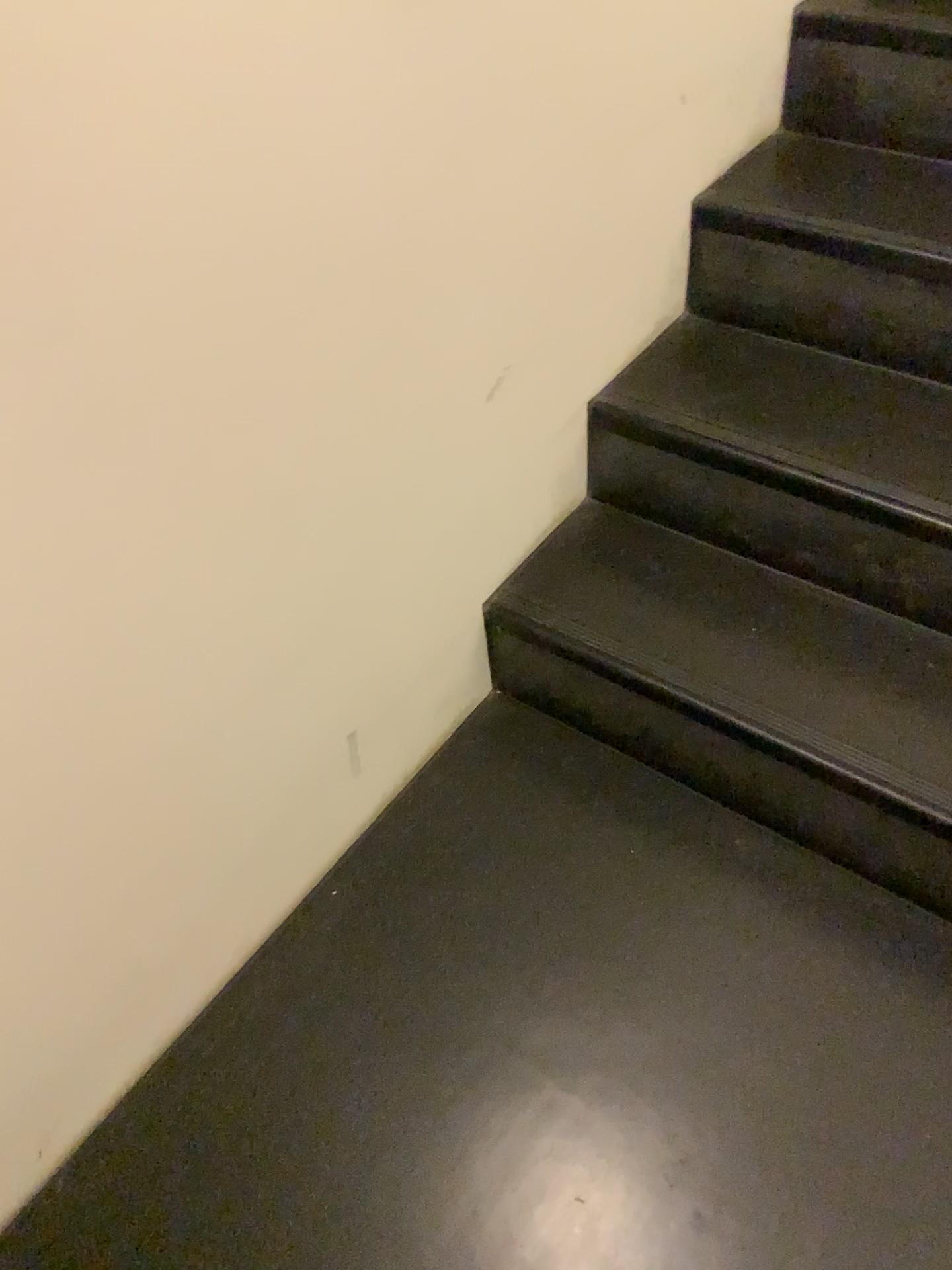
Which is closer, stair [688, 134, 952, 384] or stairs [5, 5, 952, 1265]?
stairs [5, 5, 952, 1265]

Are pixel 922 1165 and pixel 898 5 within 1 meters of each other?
no

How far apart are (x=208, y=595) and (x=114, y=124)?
0.42m

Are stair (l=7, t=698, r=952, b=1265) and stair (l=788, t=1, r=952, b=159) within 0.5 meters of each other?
no

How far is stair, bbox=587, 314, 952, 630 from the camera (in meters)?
1.30

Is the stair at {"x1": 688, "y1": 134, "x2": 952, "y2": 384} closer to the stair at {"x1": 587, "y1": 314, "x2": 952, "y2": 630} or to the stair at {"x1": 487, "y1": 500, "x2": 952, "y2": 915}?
the stair at {"x1": 587, "y1": 314, "x2": 952, "y2": 630}

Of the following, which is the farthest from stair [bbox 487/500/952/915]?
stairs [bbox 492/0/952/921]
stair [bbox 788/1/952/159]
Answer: stair [bbox 788/1/952/159]

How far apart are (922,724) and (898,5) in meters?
1.0 m

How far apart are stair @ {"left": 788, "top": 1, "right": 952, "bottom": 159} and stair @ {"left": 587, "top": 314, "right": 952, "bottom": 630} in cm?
32

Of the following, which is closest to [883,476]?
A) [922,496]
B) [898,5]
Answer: [922,496]
